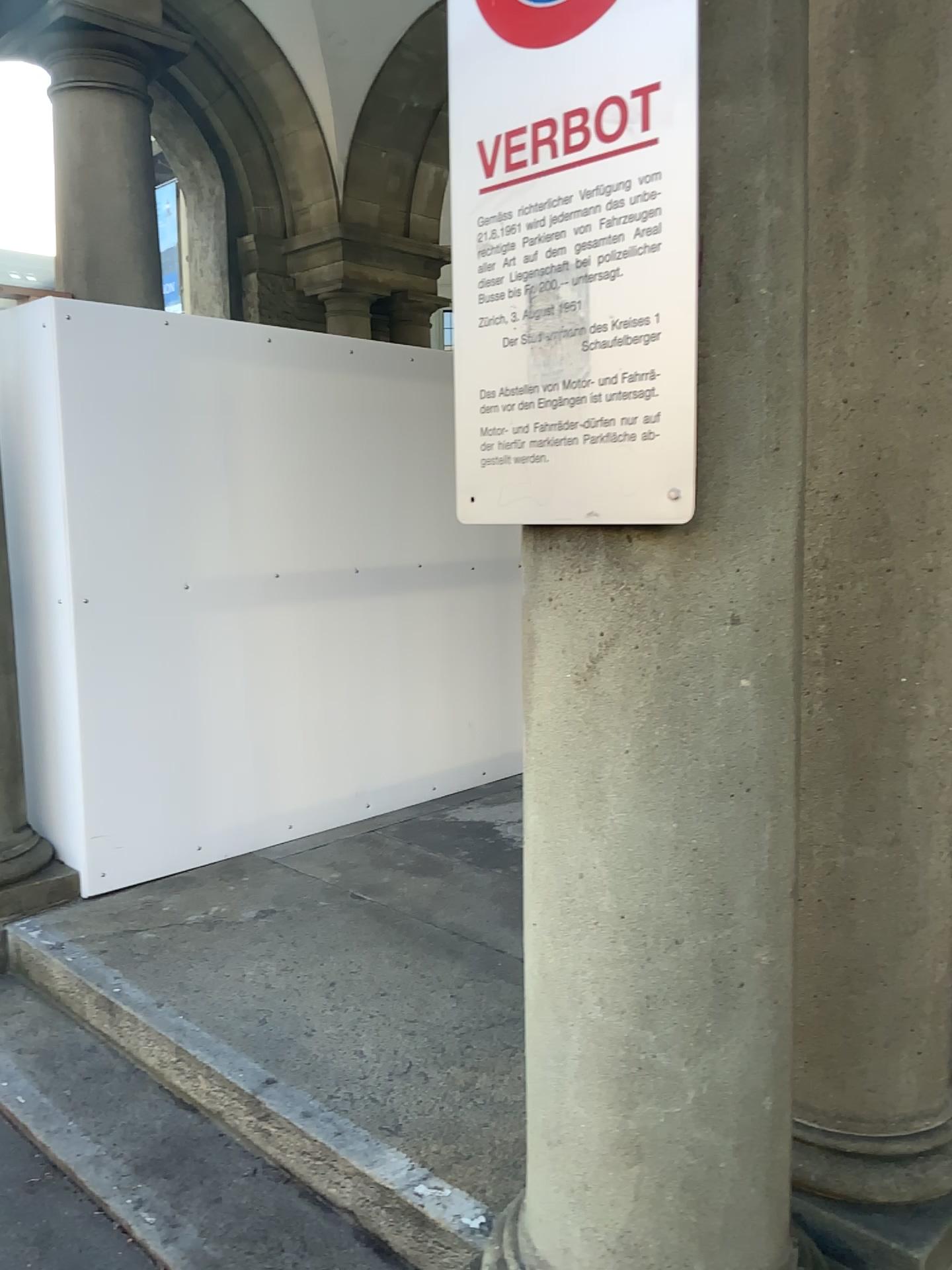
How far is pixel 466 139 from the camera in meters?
1.5 m

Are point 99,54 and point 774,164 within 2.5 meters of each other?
no

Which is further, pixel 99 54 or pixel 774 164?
pixel 99 54

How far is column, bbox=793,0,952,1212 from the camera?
1.8 meters

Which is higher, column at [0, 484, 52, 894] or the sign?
the sign

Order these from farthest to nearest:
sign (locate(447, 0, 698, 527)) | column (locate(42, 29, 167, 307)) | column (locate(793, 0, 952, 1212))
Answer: column (locate(42, 29, 167, 307))
column (locate(793, 0, 952, 1212))
sign (locate(447, 0, 698, 527))

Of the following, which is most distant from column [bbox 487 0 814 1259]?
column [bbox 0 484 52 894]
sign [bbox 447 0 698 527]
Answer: column [bbox 0 484 52 894]

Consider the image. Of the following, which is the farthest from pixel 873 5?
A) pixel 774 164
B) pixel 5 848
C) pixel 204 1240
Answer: pixel 5 848

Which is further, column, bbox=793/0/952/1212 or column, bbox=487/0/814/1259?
column, bbox=793/0/952/1212

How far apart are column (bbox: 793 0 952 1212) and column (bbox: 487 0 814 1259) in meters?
0.3 m
